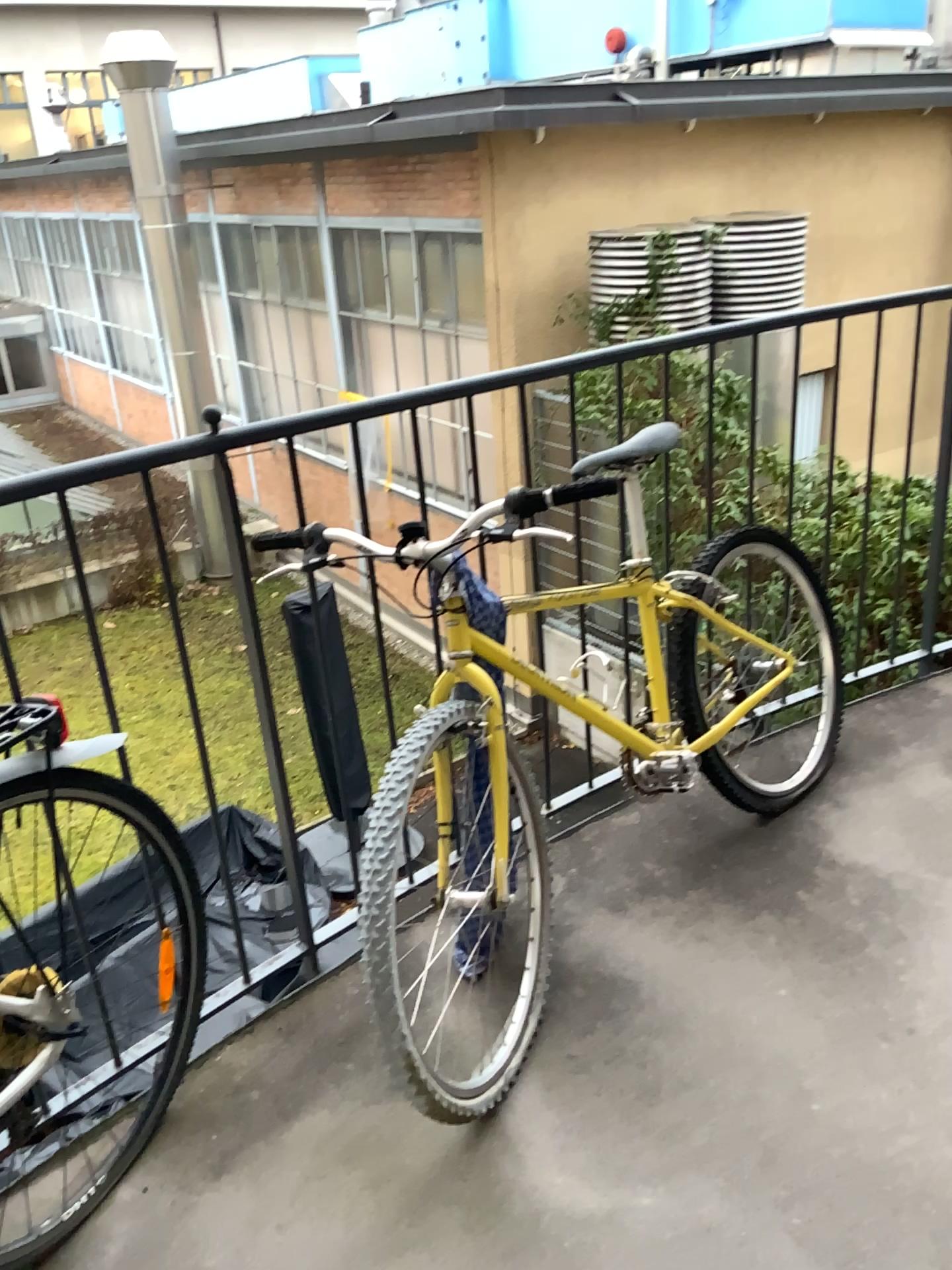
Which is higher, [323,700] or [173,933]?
[323,700]

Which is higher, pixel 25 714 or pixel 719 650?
pixel 25 714

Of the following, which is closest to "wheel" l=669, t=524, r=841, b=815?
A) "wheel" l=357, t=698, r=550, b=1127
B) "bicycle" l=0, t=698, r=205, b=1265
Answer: "wheel" l=357, t=698, r=550, b=1127

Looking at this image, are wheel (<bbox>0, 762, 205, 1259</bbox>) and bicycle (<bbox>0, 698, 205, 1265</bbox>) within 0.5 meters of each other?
yes

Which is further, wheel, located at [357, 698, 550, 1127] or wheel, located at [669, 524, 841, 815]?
wheel, located at [669, 524, 841, 815]

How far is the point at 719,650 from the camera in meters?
2.3

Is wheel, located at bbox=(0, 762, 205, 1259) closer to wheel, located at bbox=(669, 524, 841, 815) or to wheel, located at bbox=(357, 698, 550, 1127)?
wheel, located at bbox=(357, 698, 550, 1127)

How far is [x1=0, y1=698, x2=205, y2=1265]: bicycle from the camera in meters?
1.4 m

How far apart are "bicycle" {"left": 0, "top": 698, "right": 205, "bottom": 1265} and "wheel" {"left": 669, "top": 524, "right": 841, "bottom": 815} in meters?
1.1

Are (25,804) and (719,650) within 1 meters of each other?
no
